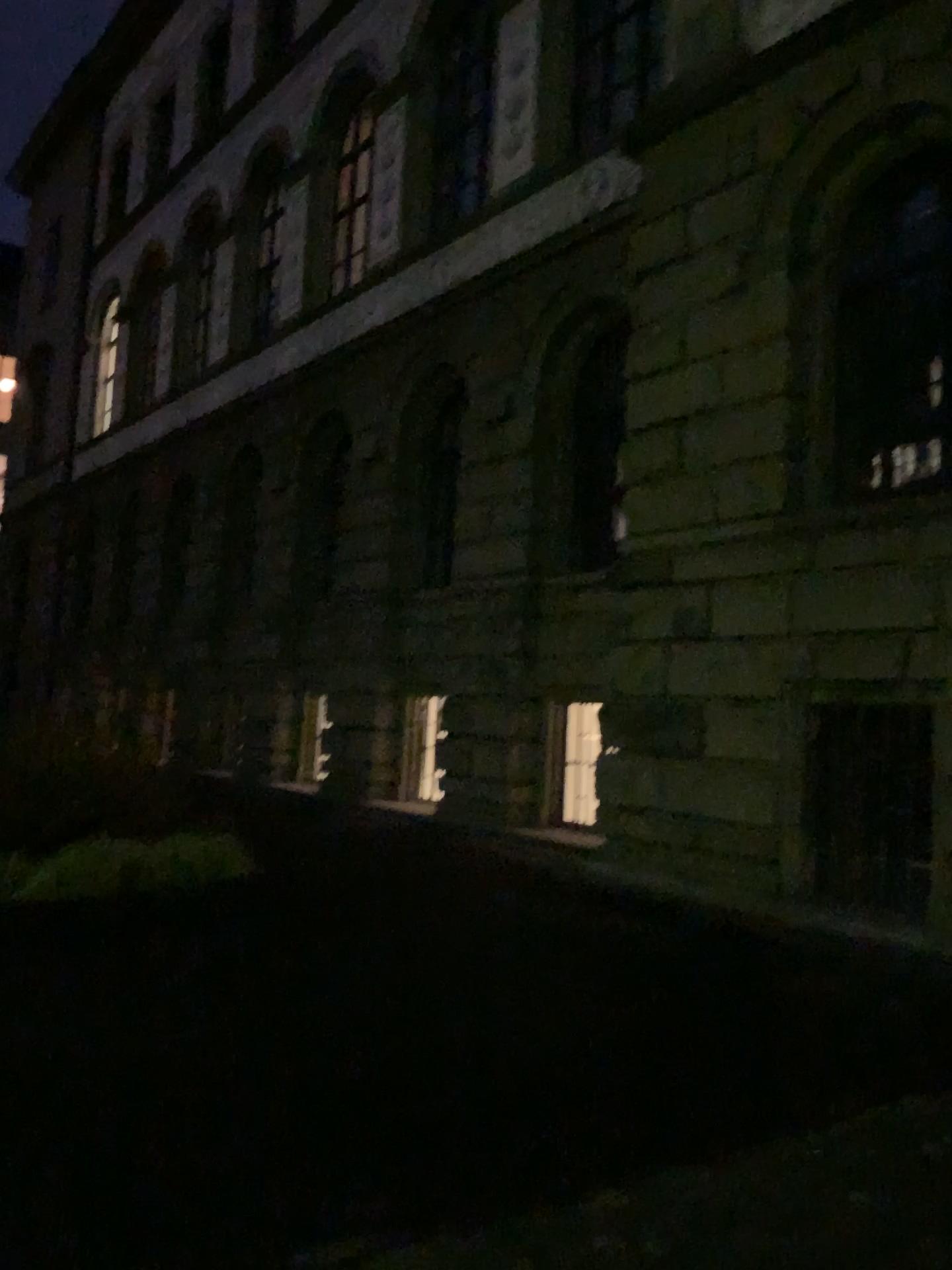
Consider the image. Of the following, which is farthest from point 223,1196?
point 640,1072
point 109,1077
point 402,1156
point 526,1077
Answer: point 640,1072
